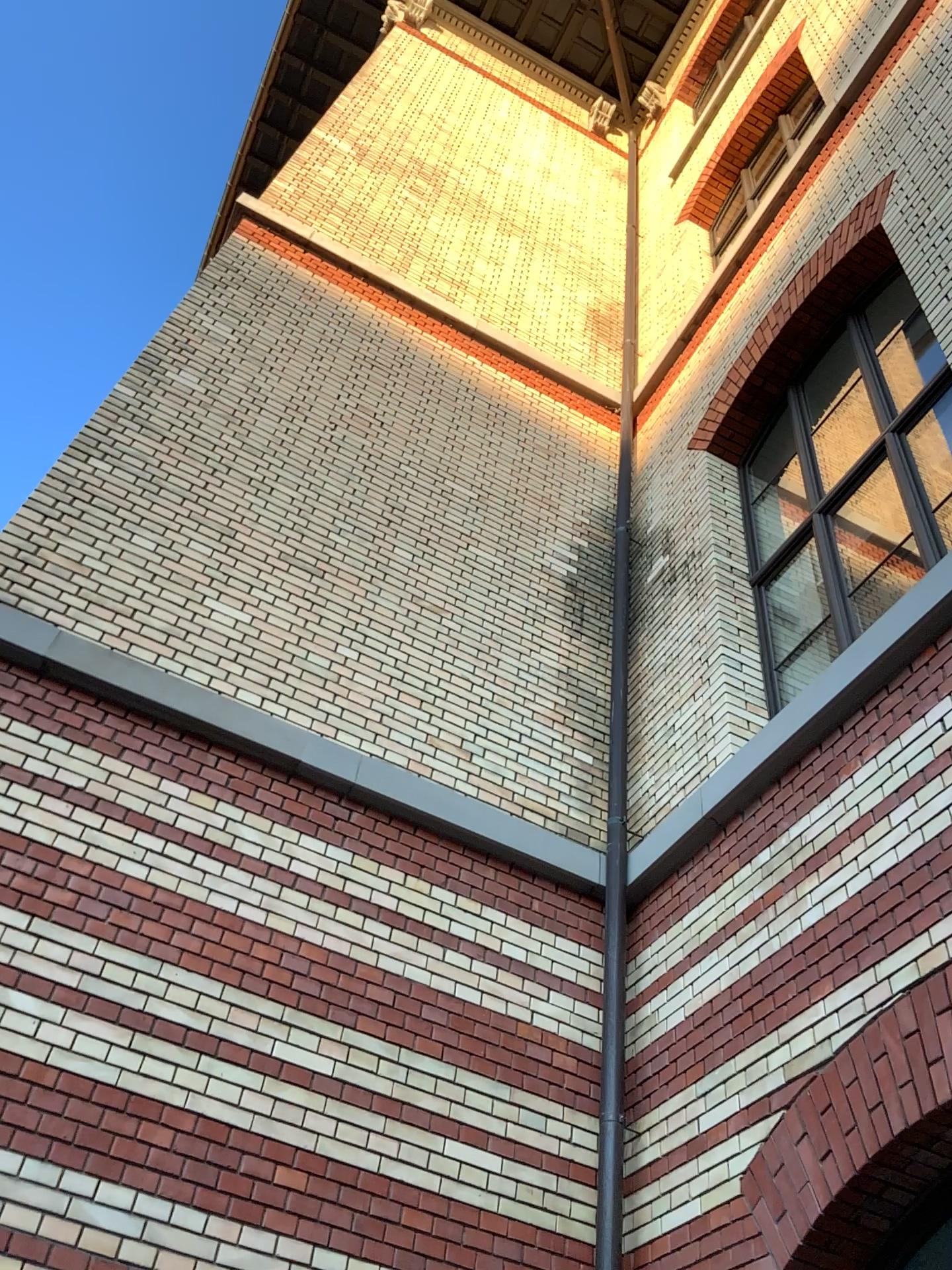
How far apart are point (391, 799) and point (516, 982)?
0.99m
